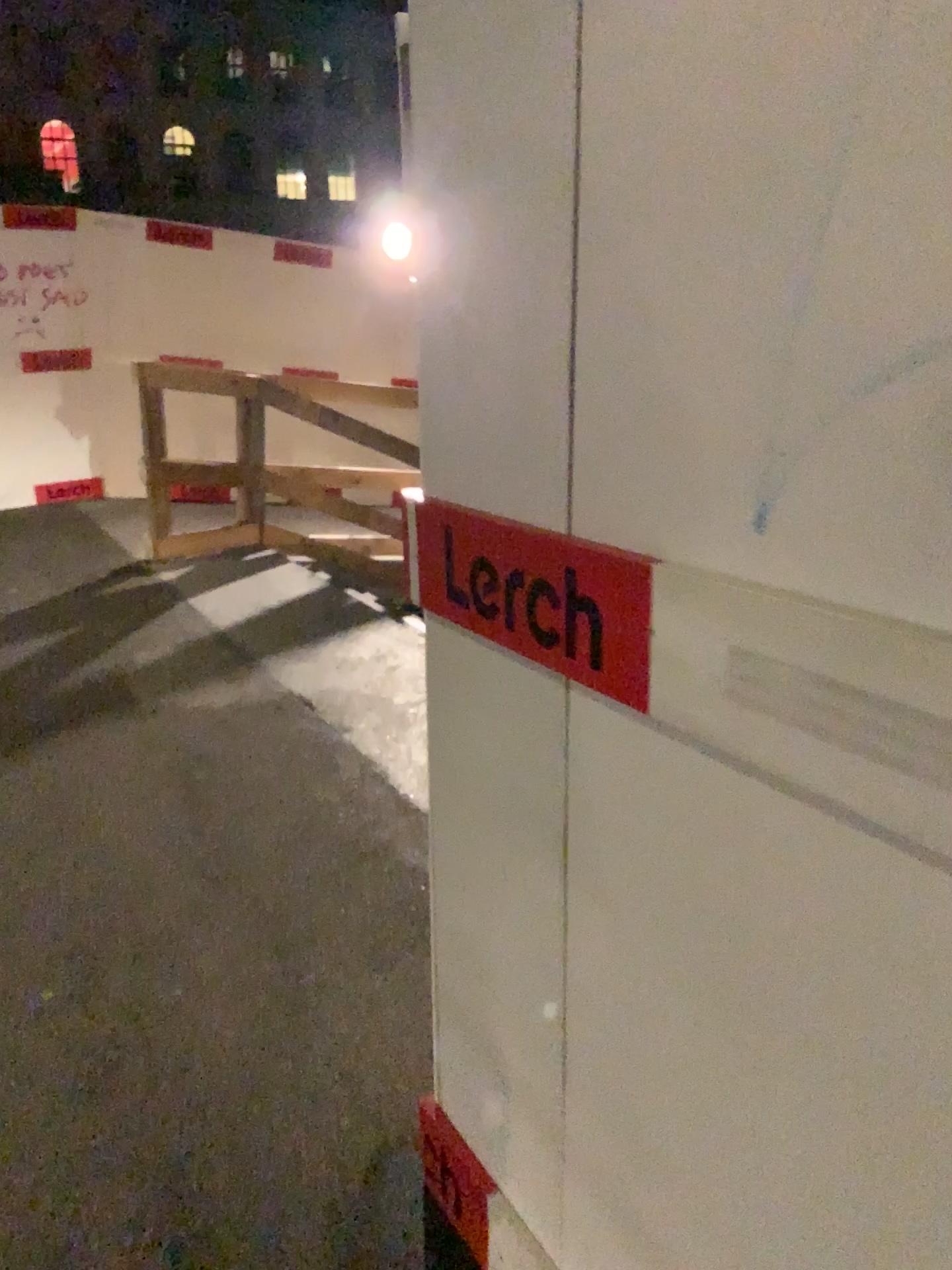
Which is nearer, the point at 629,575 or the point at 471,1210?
the point at 629,575

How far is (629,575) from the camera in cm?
104

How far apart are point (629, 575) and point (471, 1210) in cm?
103

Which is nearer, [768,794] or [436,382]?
[768,794]

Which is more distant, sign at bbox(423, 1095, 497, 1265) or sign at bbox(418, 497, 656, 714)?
sign at bbox(423, 1095, 497, 1265)

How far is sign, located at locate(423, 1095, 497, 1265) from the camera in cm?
153

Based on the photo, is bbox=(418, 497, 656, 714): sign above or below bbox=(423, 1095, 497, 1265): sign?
above

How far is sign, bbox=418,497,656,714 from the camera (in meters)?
1.04

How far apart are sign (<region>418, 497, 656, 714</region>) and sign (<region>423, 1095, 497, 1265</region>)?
A: 0.8 meters
